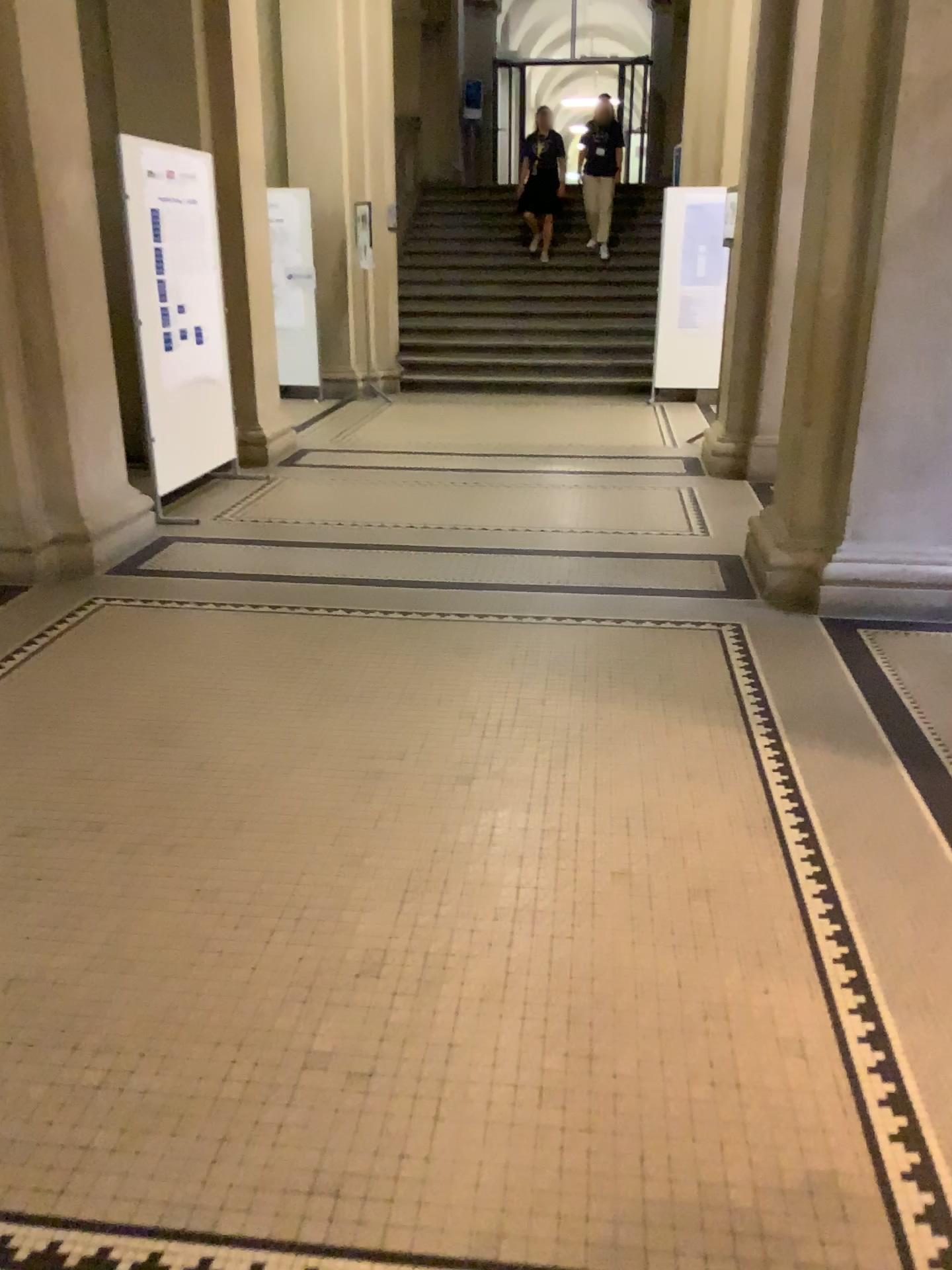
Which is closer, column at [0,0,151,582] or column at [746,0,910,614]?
column at [746,0,910,614]

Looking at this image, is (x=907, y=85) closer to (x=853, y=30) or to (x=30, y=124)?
(x=853, y=30)

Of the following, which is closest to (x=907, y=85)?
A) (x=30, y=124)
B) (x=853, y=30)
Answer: (x=853, y=30)

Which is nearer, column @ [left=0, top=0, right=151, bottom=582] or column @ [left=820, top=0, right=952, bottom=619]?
column @ [left=820, top=0, right=952, bottom=619]

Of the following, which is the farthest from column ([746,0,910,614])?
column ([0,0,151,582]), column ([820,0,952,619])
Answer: column ([0,0,151,582])

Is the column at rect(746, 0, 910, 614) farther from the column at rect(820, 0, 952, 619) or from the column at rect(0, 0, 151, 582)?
the column at rect(0, 0, 151, 582)

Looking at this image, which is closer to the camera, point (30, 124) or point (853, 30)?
point (853, 30)

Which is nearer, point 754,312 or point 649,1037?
point 649,1037
